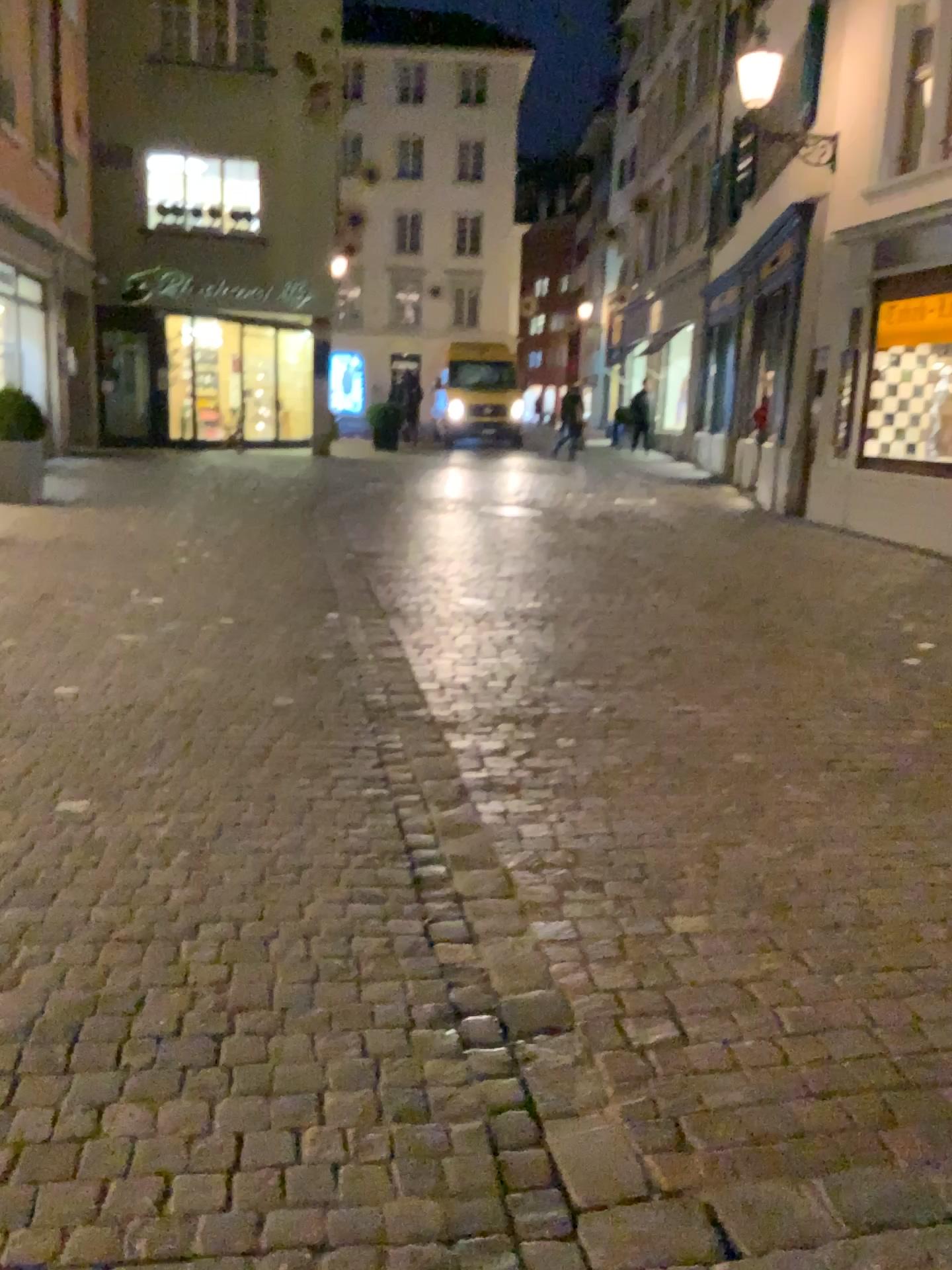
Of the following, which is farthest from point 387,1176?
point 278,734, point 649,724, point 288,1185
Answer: point 649,724
